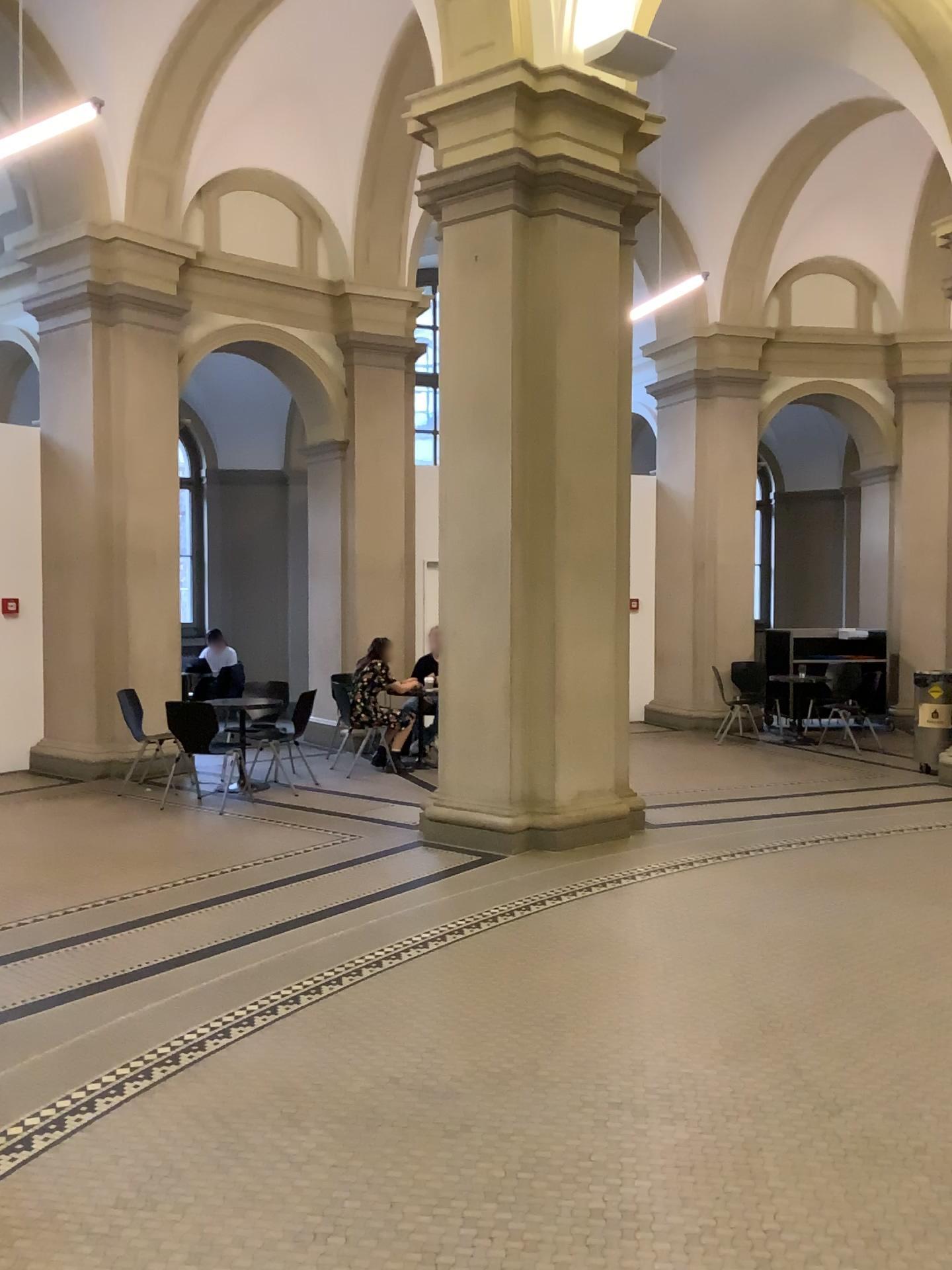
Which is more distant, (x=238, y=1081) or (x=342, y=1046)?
(x=342, y=1046)
